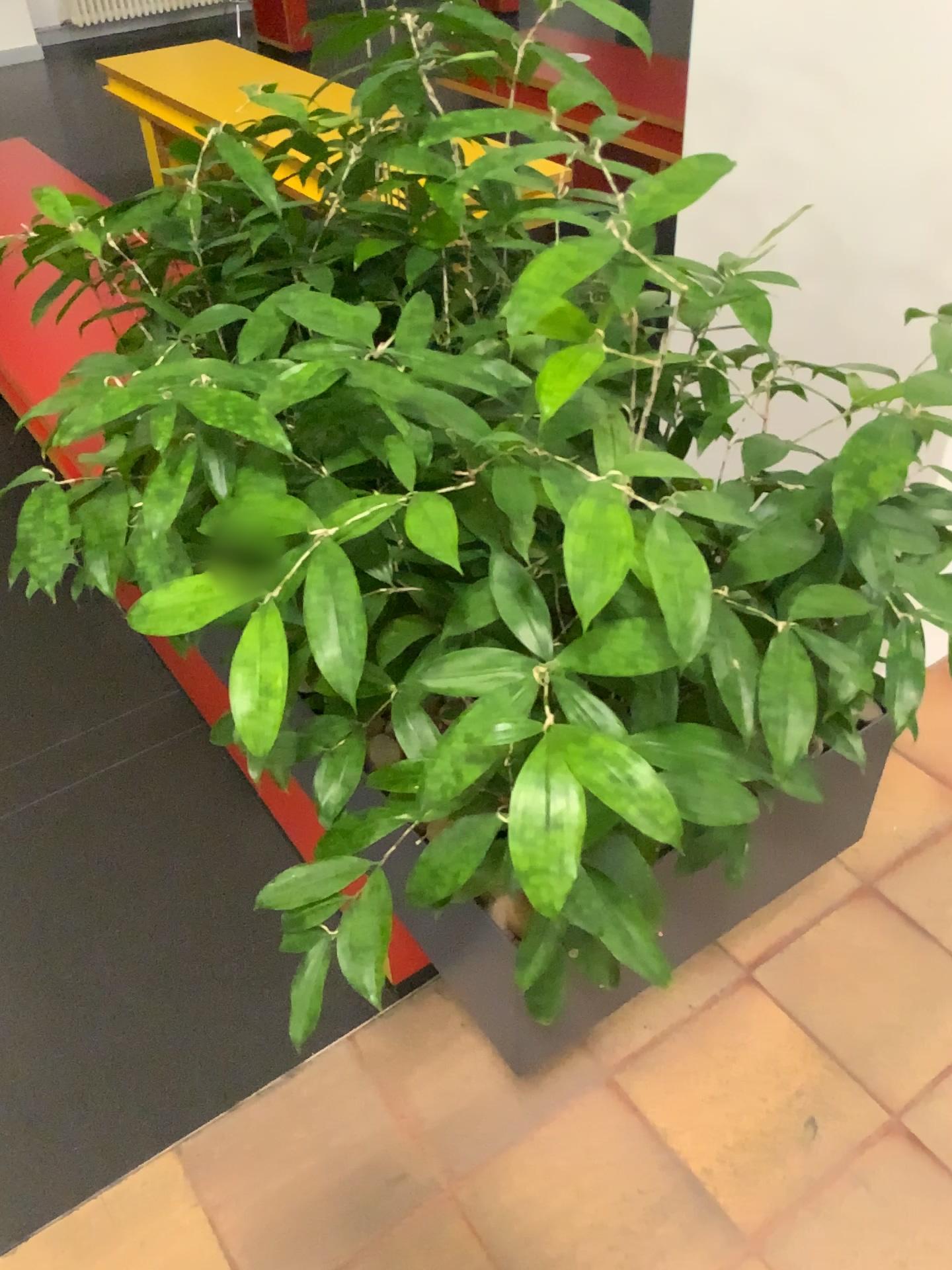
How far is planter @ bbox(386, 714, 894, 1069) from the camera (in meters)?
0.98

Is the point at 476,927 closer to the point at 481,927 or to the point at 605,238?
the point at 481,927

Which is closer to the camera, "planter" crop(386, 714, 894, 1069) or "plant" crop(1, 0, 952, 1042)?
"plant" crop(1, 0, 952, 1042)

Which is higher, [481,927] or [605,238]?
[605,238]

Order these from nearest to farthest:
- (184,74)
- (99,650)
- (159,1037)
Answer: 1. (159,1037)
2. (99,650)
3. (184,74)

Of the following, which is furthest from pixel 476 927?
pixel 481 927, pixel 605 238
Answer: pixel 605 238

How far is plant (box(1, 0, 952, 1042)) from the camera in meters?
→ 0.7

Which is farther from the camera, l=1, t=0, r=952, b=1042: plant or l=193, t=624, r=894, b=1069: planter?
l=193, t=624, r=894, b=1069: planter
